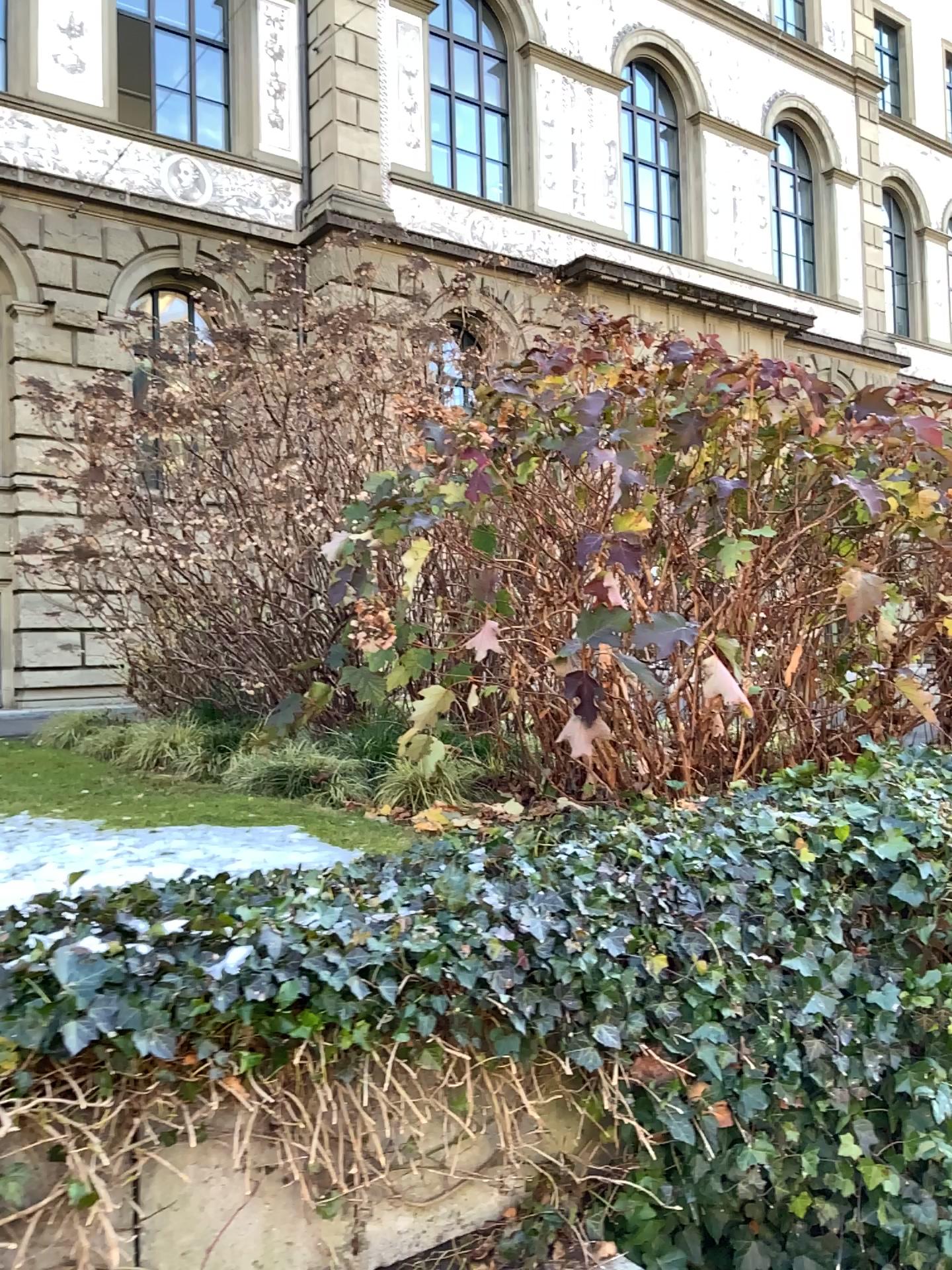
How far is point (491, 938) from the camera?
1.89m
